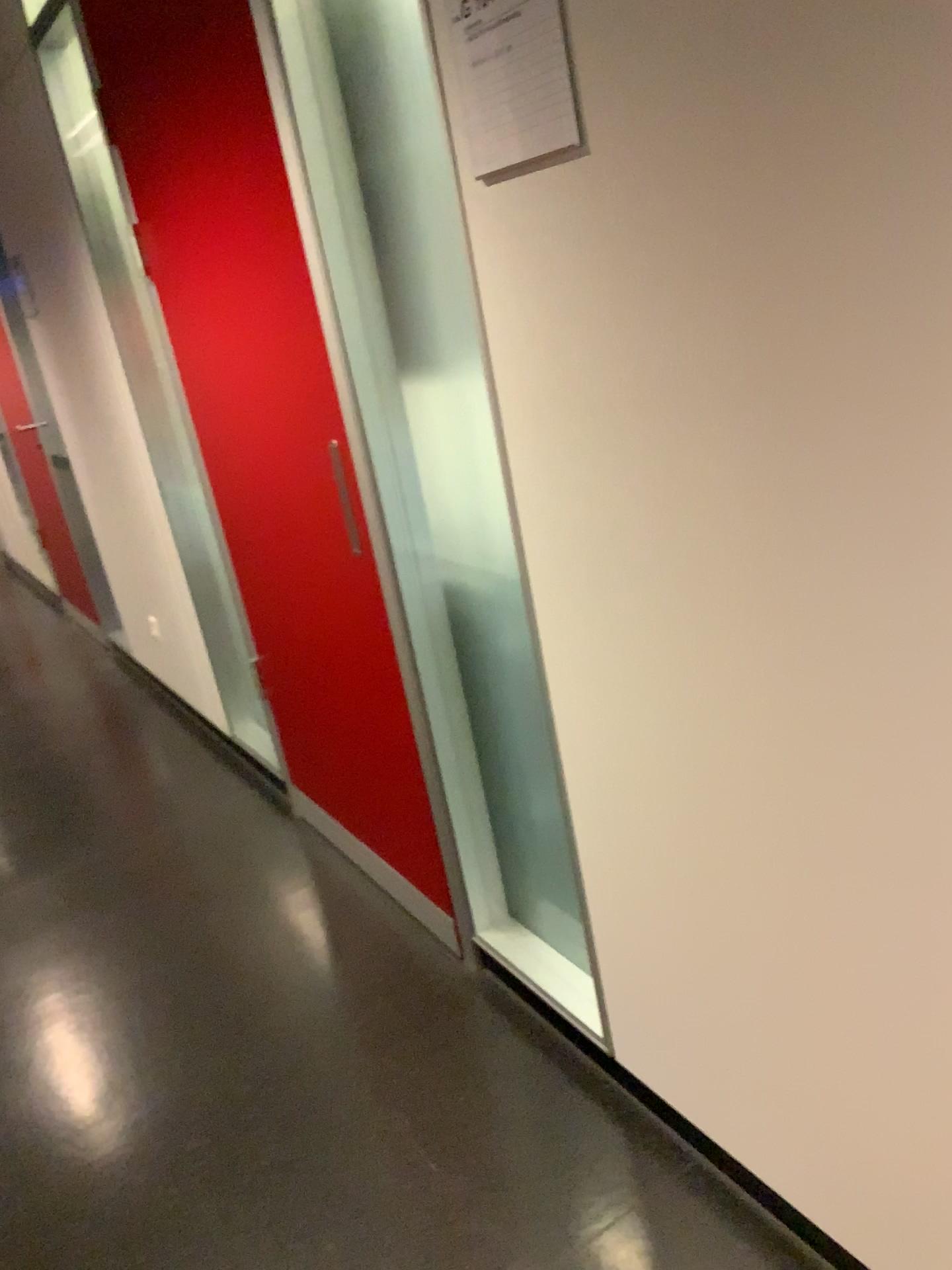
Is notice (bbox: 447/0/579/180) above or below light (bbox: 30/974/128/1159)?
above

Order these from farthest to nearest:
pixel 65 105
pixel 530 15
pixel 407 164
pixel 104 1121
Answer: pixel 65 105 → pixel 104 1121 → pixel 407 164 → pixel 530 15

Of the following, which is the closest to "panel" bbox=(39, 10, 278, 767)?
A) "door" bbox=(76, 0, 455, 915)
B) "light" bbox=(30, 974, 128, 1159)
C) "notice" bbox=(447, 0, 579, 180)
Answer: "door" bbox=(76, 0, 455, 915)

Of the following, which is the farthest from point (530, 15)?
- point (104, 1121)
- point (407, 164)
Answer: point (104, 1121)

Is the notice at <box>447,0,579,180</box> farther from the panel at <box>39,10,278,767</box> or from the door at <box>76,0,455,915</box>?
the panel at <box>39,10,278,767</box>

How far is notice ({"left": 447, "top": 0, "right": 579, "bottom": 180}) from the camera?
1.15m

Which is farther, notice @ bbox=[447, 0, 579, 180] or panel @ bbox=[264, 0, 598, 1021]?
panel @ bbox=[264, 0, 598, 1021]

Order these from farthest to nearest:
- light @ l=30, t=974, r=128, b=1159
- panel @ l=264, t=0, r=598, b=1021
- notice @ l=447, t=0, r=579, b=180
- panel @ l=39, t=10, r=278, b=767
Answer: panel @ l=39, t=10, r=278, b=767
light @ l=30, t=974, r=128, b=1159
panel @ l=264, t=0, r=598, b=1021
notice @ l=447, t=0, r=579, b=180

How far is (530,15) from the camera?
1.15m

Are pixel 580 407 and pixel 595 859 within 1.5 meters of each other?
yes
